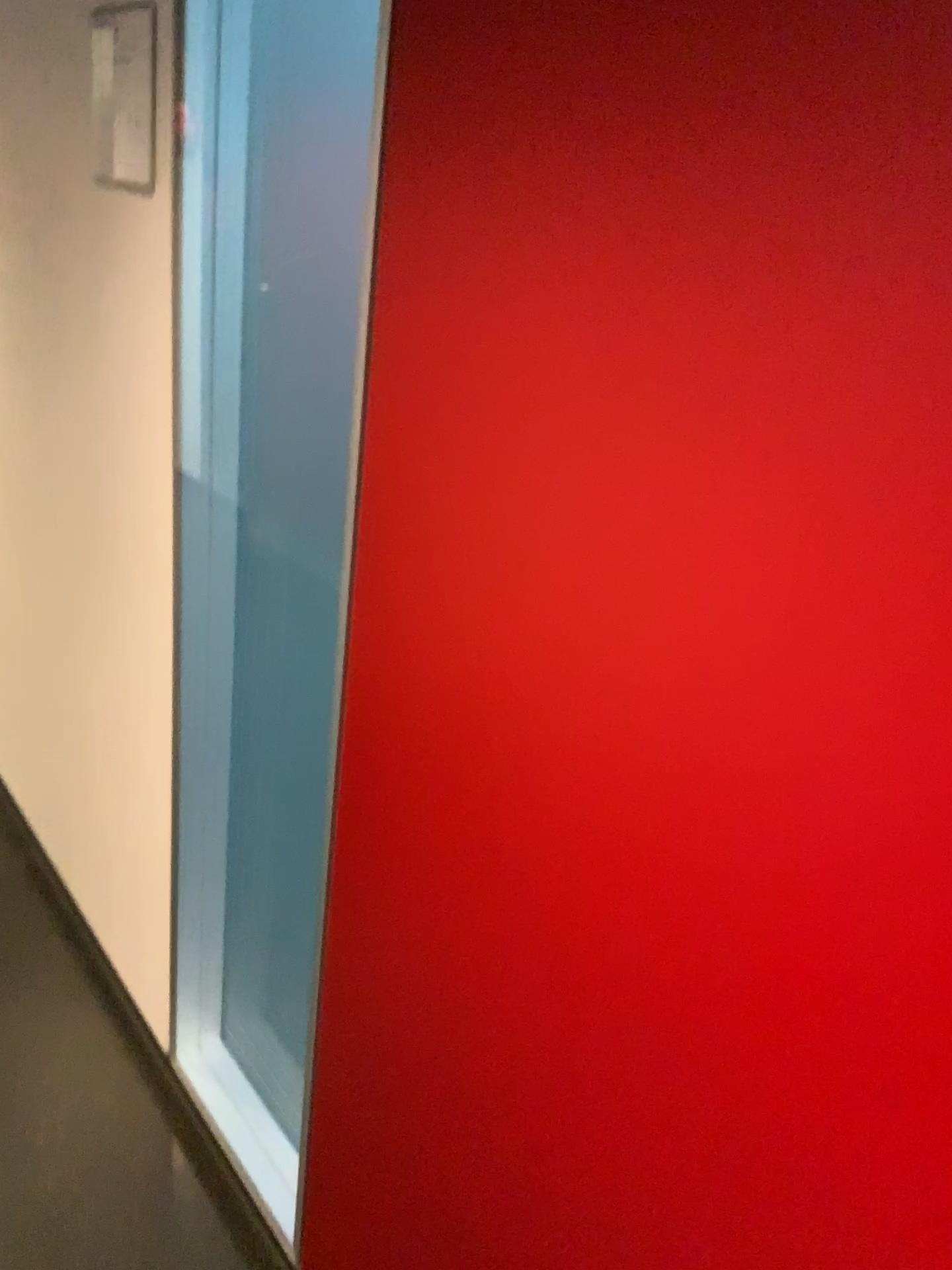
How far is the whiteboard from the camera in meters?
1.3

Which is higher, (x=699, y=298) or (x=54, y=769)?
(x=699, y=298)

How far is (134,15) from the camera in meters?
1.3 m
